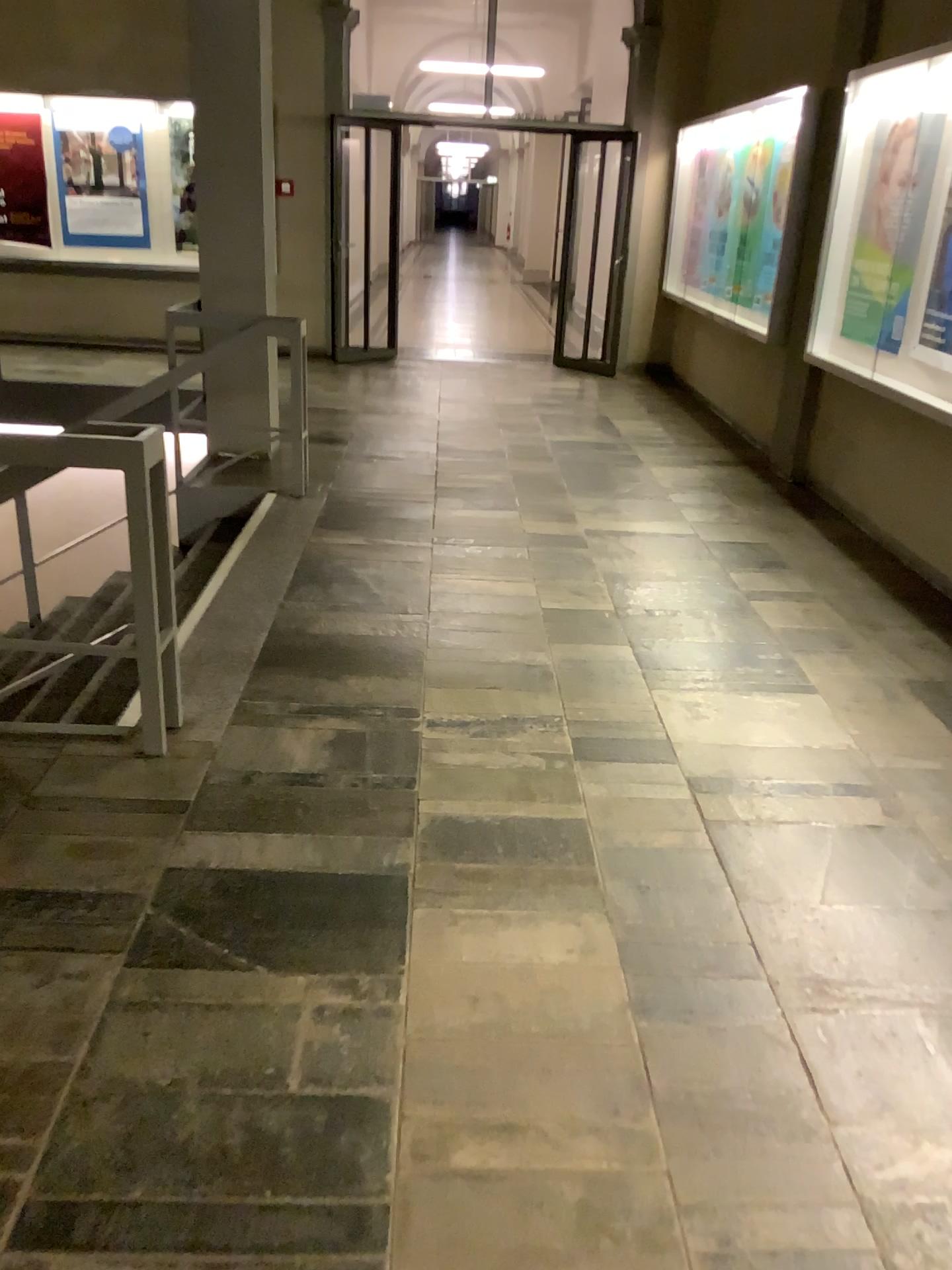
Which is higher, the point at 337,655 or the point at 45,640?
the point at 337,655
